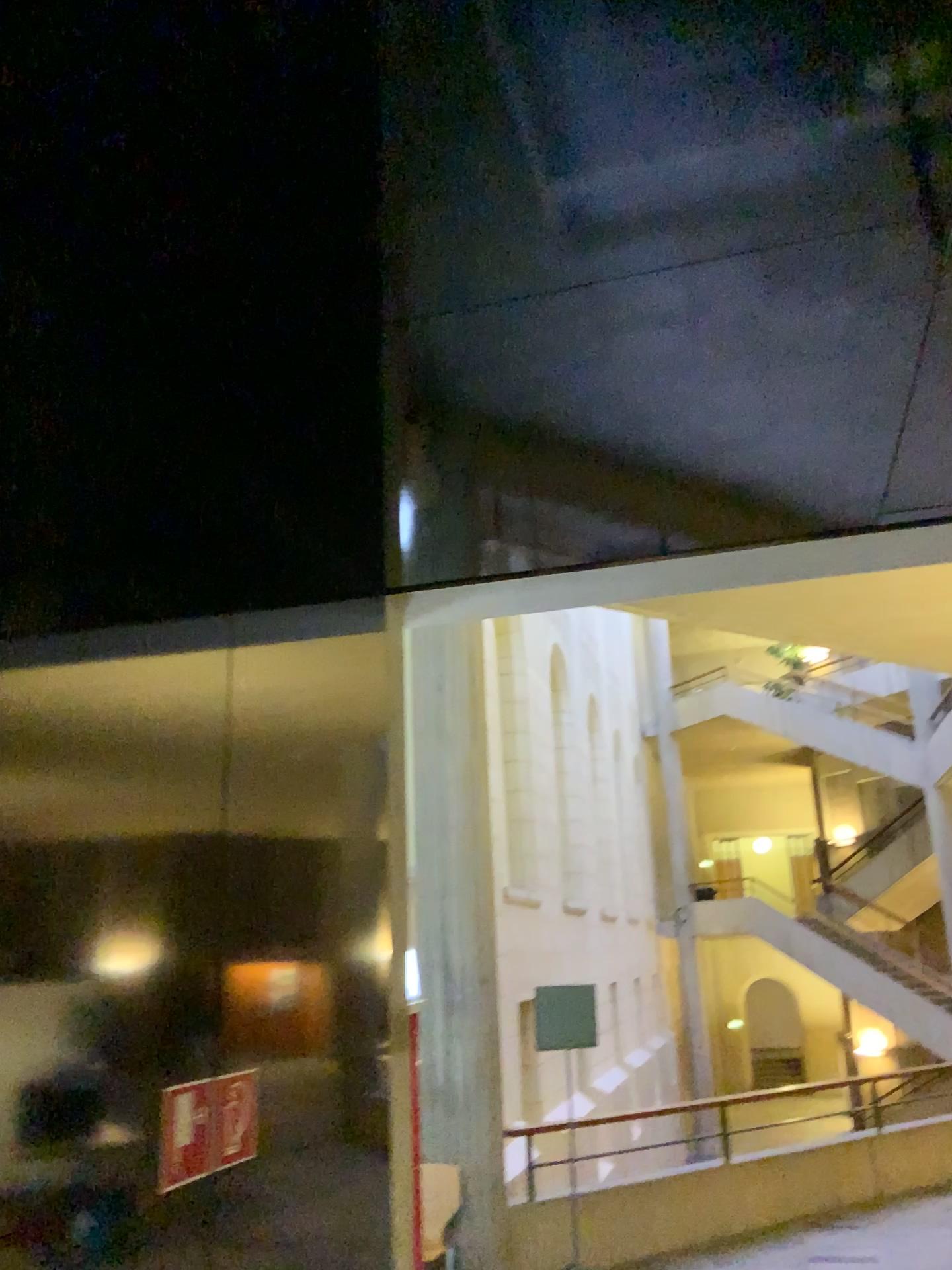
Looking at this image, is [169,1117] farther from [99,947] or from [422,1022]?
[422,1022]

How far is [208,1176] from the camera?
1.7m

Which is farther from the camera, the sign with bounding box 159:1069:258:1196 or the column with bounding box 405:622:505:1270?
the column with bounding box 405:622:505:1270

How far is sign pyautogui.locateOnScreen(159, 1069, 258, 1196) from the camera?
1.62m

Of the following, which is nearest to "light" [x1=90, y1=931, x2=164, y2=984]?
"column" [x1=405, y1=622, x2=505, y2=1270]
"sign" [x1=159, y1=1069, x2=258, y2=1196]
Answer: "sign" [x1=159, y1=1069, x2=258, y2=1196]

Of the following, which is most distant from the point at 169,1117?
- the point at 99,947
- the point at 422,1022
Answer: the point at 422,1022

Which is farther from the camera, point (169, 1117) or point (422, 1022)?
point (422, 1022)

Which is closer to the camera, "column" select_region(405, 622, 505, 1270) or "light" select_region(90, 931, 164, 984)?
Answer: "light" select_region(90, 931, 164, 984)

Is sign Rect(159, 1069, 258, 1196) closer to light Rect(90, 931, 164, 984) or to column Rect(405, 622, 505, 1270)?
light Rect(90, 931, 164, 984)
